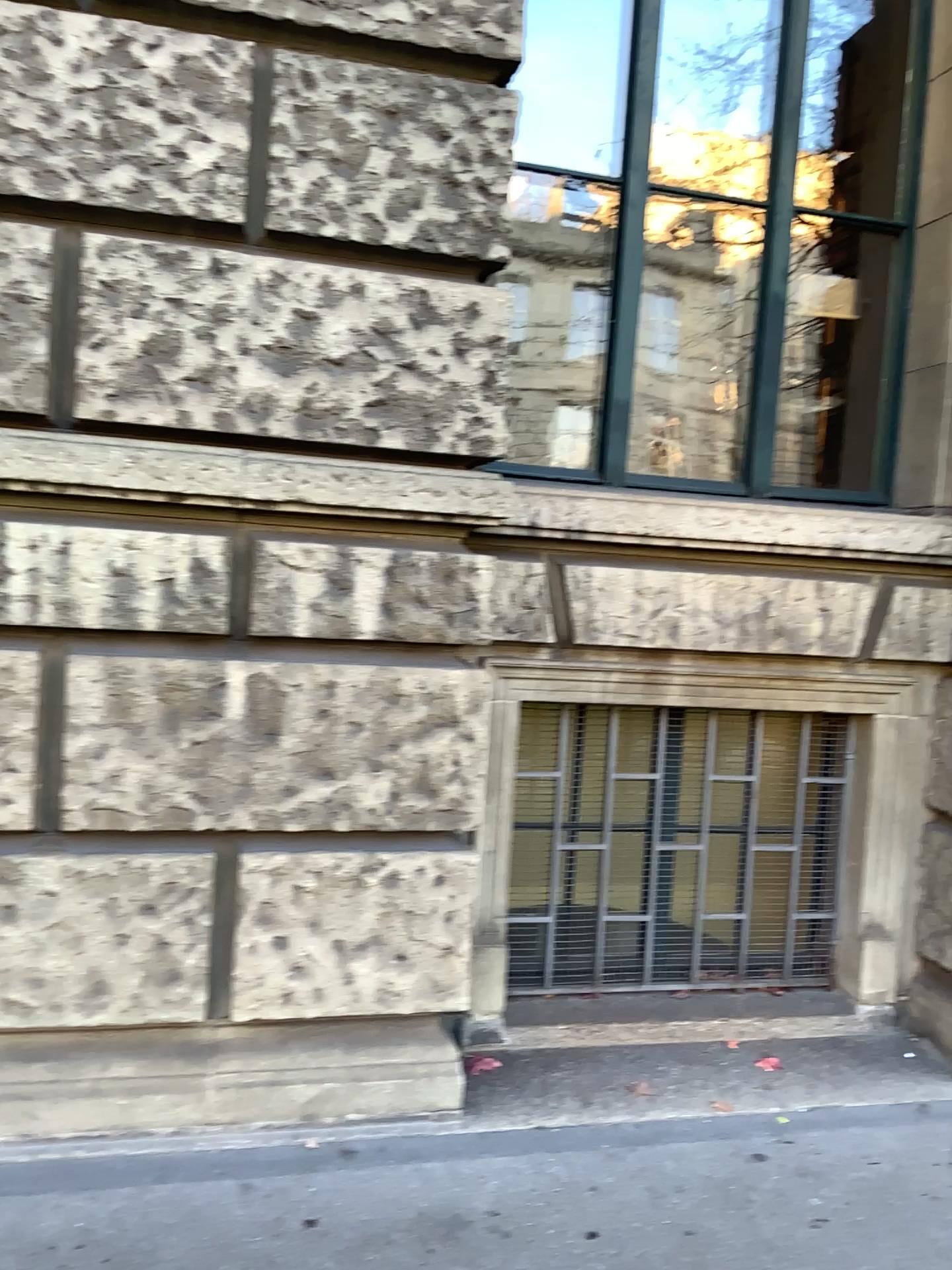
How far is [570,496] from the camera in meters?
3.2 m

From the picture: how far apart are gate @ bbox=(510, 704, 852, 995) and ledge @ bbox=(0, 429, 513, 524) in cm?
83

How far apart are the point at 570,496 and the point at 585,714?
0.76m

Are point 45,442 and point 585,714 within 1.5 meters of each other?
no

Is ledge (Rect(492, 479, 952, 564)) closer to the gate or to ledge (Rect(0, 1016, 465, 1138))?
the gate

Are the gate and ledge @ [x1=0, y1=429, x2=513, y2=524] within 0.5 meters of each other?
no

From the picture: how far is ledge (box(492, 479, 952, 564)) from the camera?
3.2m

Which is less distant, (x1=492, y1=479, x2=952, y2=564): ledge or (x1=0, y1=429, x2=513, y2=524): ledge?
(x1=0, y1=429, x2=513, y2=524): ledge

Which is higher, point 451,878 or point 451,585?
point 451,585

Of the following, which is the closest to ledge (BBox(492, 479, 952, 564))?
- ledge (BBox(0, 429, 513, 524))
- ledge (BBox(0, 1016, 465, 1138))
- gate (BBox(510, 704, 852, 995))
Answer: ledge (BBox(0, 429, 513, 524))
